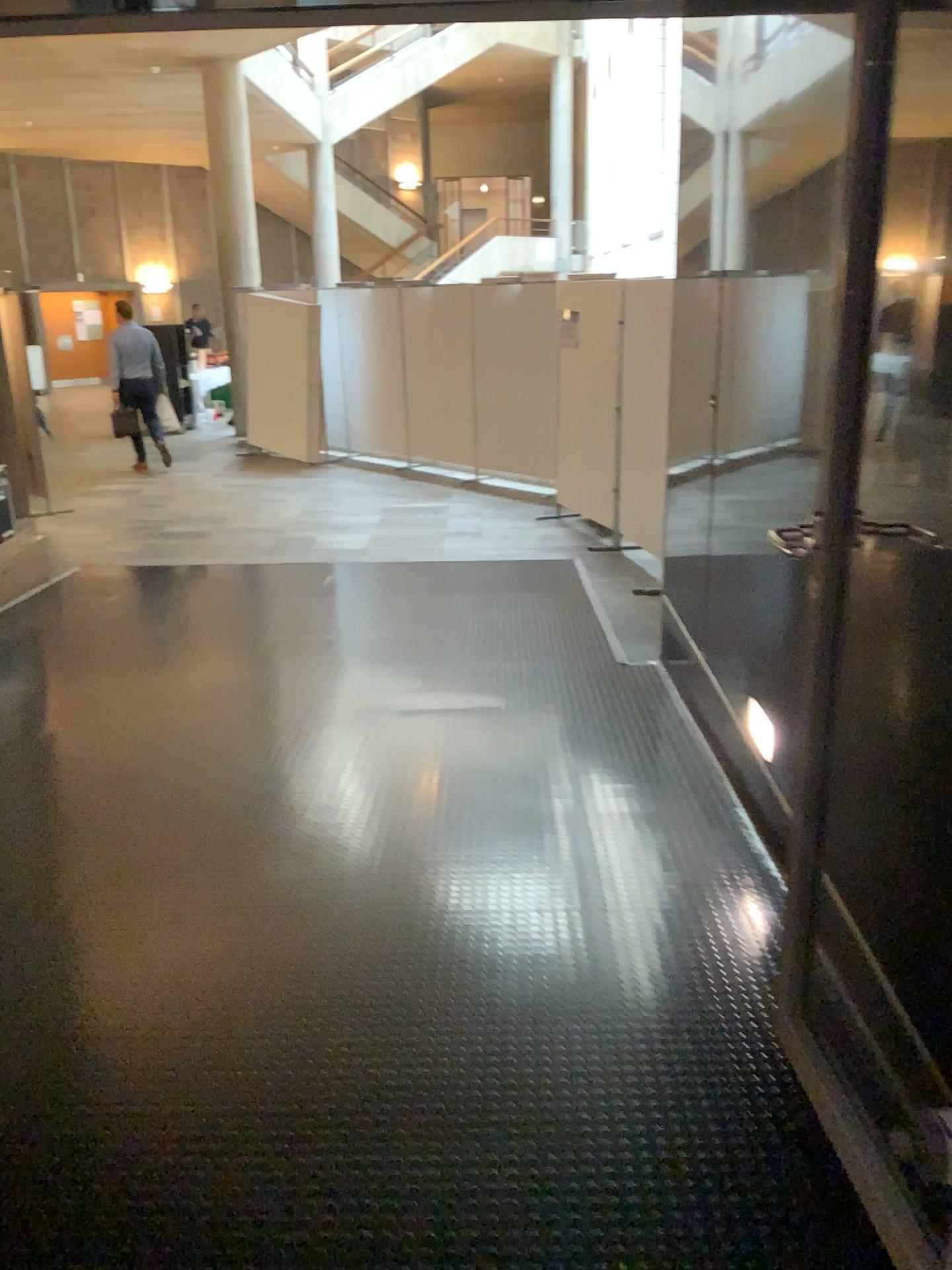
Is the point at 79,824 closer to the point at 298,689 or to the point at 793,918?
the point at 298,689
